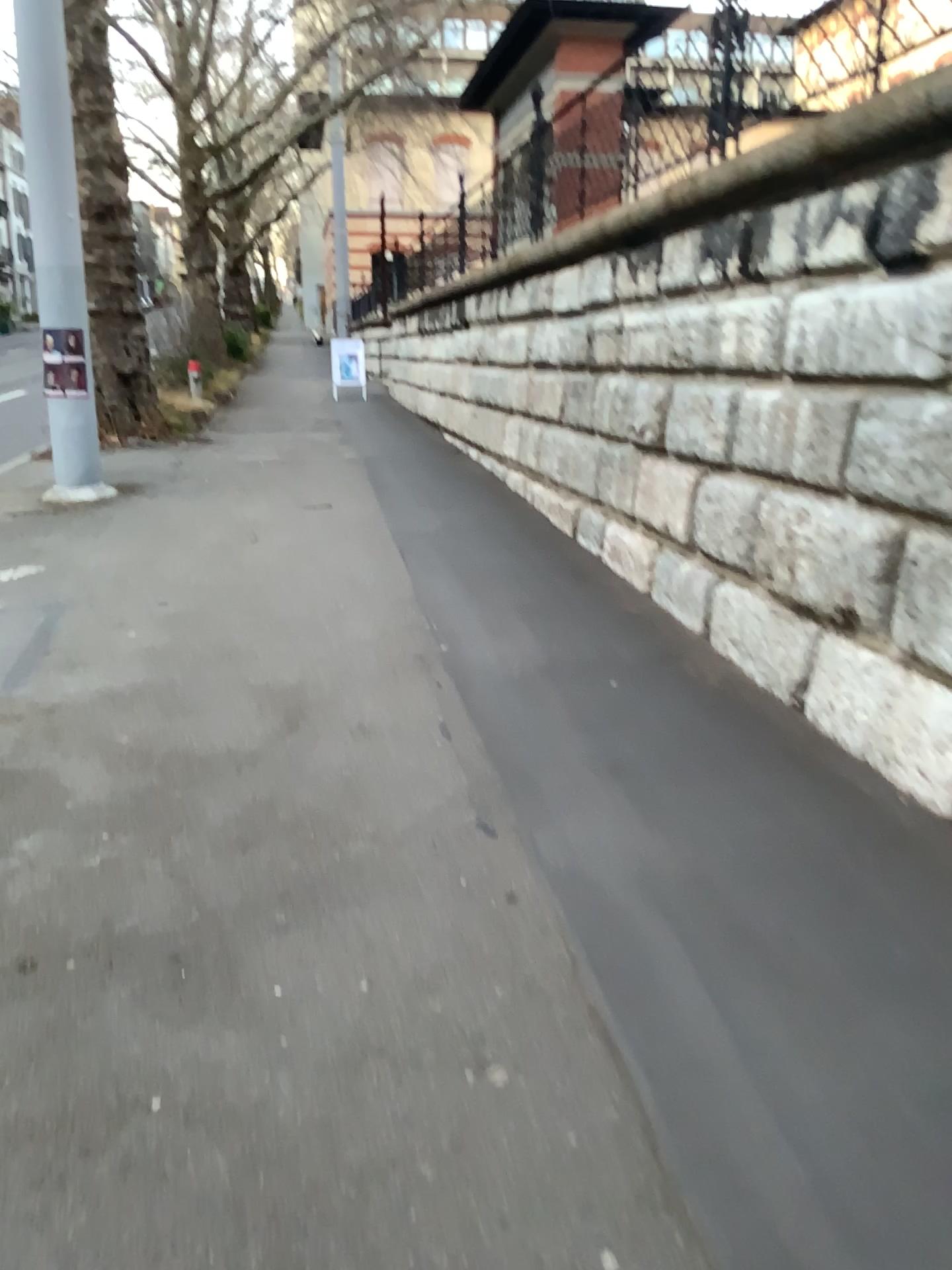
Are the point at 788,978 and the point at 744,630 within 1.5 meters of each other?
no
